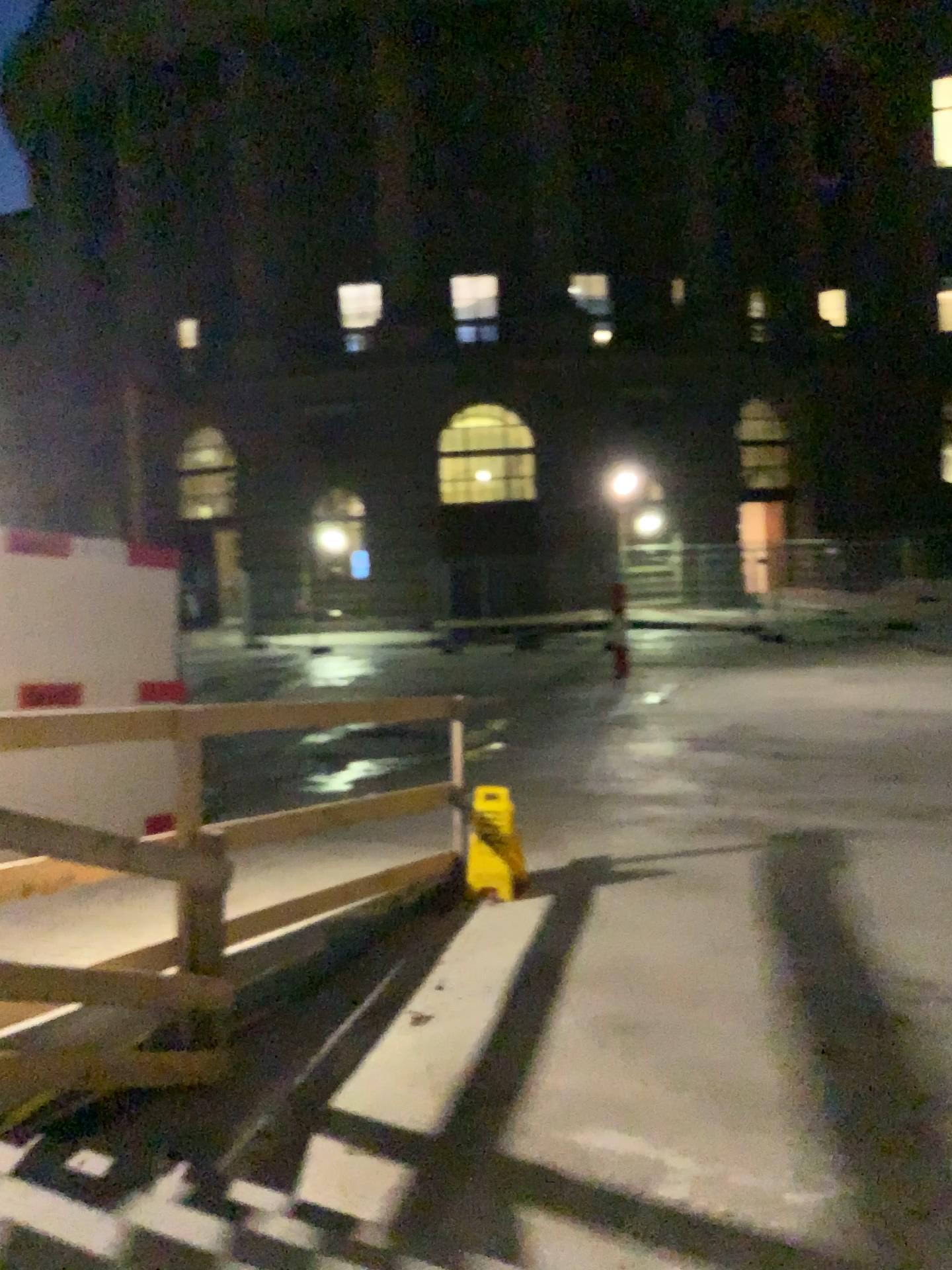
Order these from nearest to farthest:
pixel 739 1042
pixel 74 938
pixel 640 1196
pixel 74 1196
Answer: pixel 74 1196 < pixel 640 1196 < pixel 74 938 < pixel 739 1042
